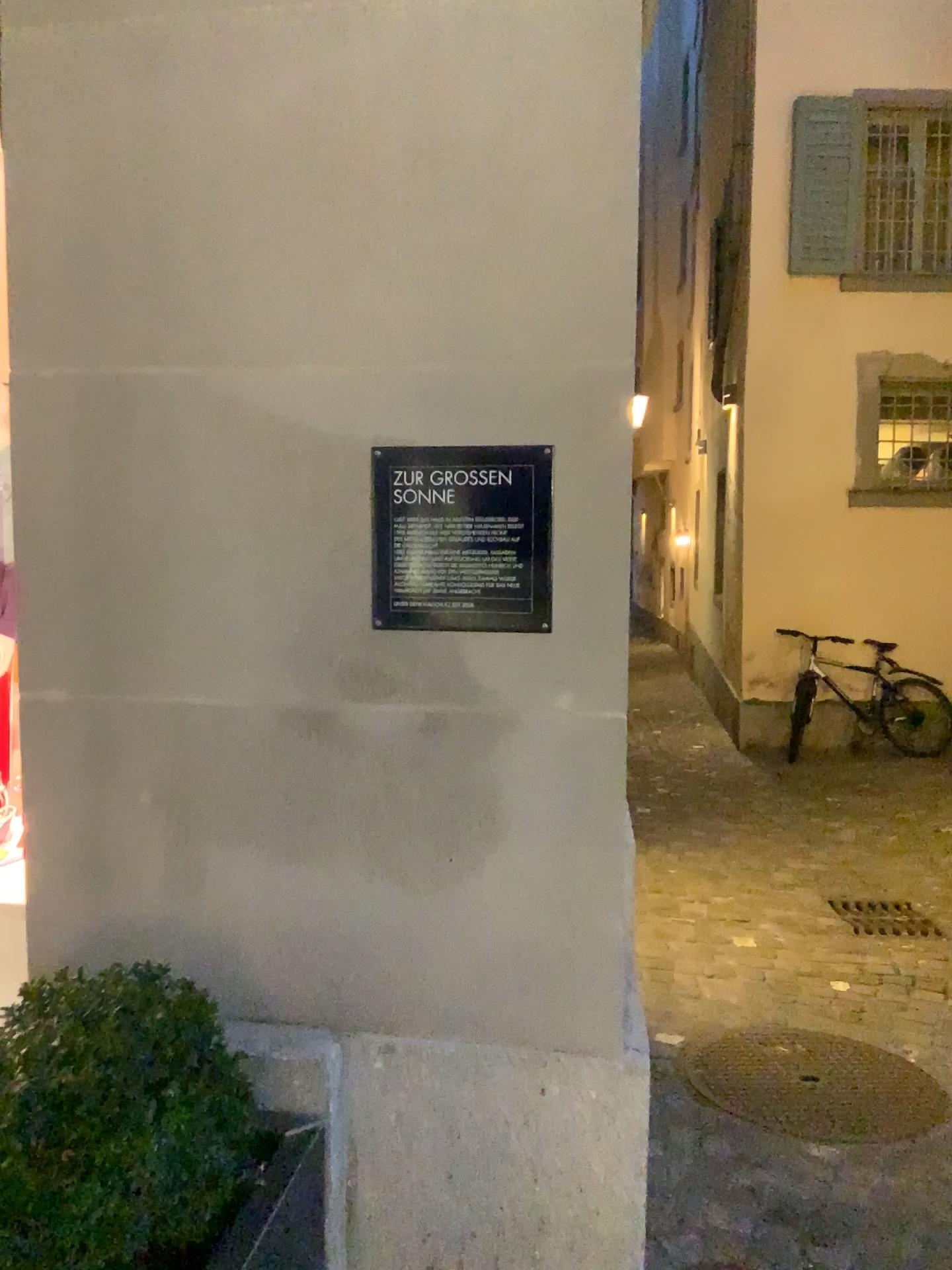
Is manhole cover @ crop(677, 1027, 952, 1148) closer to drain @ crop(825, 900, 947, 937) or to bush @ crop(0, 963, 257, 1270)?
drain @ crop(825, 900, 947, 937)

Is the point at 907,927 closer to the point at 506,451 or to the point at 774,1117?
the point at 774,1117

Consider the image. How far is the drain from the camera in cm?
419

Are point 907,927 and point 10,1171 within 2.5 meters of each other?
no

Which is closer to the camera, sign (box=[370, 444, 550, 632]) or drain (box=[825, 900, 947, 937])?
sign (box=[370, 444, 550, 632])

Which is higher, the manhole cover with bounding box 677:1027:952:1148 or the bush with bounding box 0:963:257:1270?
the bush with bounding box 0:963:257:1270

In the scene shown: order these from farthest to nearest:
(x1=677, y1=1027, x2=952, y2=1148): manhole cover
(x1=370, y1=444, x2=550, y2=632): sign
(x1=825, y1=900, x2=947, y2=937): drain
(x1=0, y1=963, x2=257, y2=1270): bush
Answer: (x1=825, y1=900, x2=947, y2=937): drain
(x1=677, y1=1027, x2=952, y2=1148): manhole cover
(x1=370, y1=444, x2=550, y2=632): sign
(x1=0, y1=963, x2=257, y2=1270): bush

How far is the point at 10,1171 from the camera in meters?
1.2 m

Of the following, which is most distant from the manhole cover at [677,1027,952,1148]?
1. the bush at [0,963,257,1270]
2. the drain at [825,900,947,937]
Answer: the bush at [0,963,257,1270]

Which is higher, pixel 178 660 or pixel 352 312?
pixel 352 312
